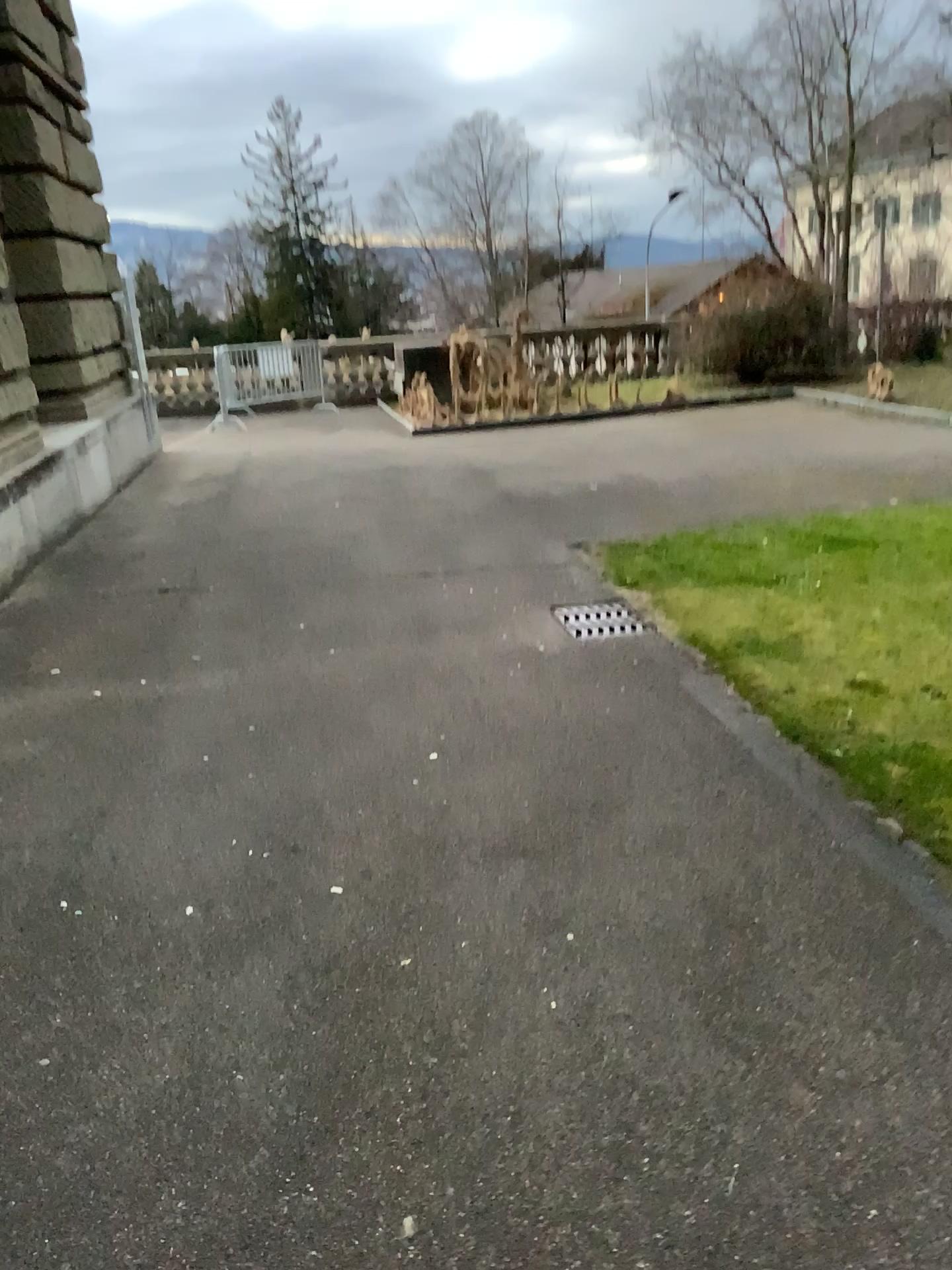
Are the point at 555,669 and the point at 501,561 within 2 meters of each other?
yes

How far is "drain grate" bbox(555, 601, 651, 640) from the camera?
4.8 meters

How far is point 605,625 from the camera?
4.77m
